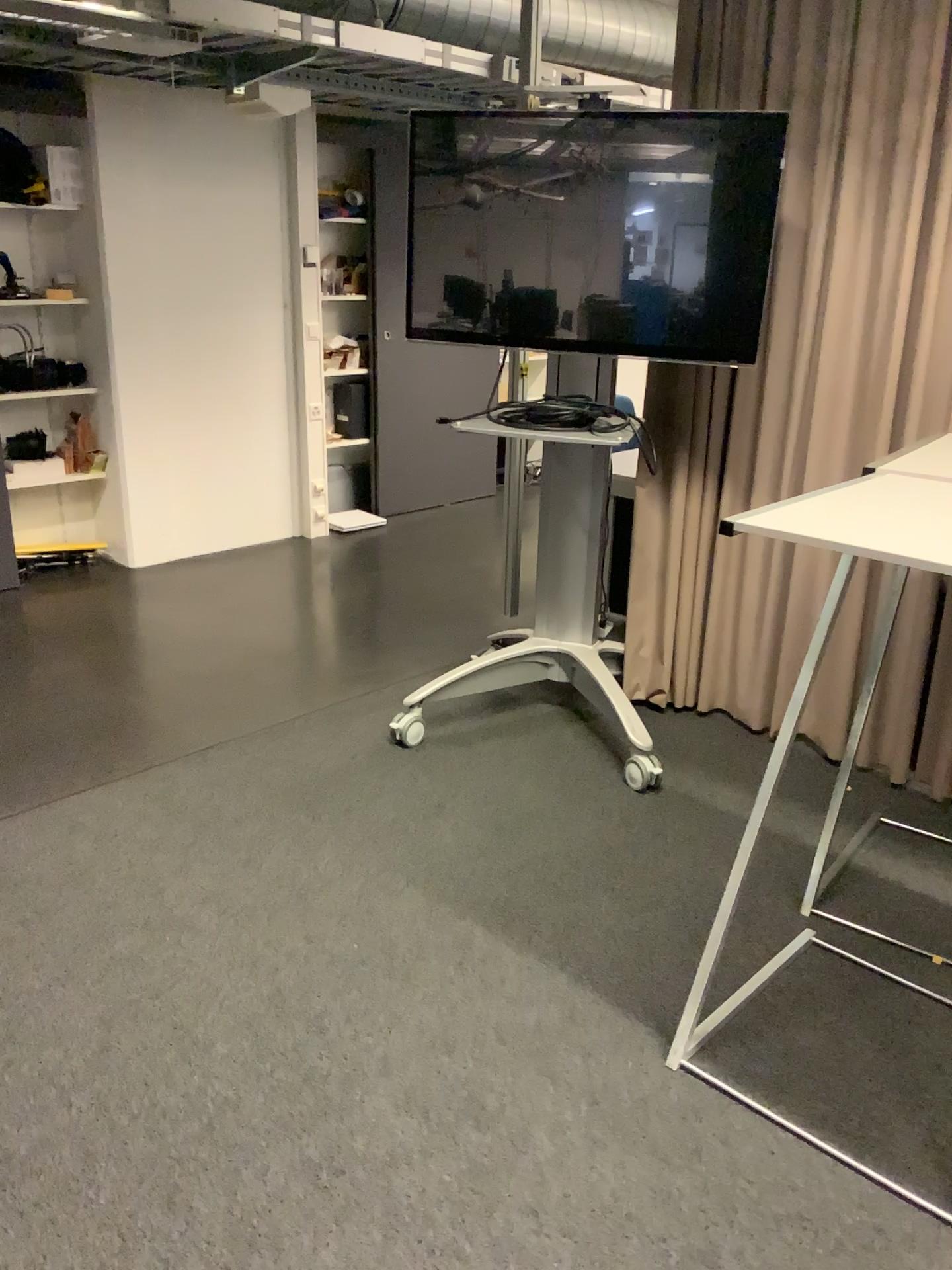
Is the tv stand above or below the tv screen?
below

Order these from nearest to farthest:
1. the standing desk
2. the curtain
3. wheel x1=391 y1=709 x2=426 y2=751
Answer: the standing desk < the curtain < wheel x1=391 y1=709 x2=426 y2=751

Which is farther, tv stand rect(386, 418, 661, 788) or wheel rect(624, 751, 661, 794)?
tv stand rect(386, 418, 661, 788)

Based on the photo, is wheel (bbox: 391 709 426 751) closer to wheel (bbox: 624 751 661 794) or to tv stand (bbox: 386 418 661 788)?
tv stand (bbox: 386 418 661 788)

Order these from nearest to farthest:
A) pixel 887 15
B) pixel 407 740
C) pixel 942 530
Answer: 1. pixel 942 530
2. pixel 887 15
3. pixel 407 740

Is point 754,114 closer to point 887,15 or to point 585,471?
point 887,15

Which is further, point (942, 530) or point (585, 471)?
point (585, 471)

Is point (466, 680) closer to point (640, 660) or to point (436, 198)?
point (640, 660)

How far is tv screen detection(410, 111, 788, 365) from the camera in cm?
288

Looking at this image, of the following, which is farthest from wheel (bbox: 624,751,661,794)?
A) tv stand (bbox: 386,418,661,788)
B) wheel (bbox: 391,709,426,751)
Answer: wheel (bbox: 391,709,426,751)
